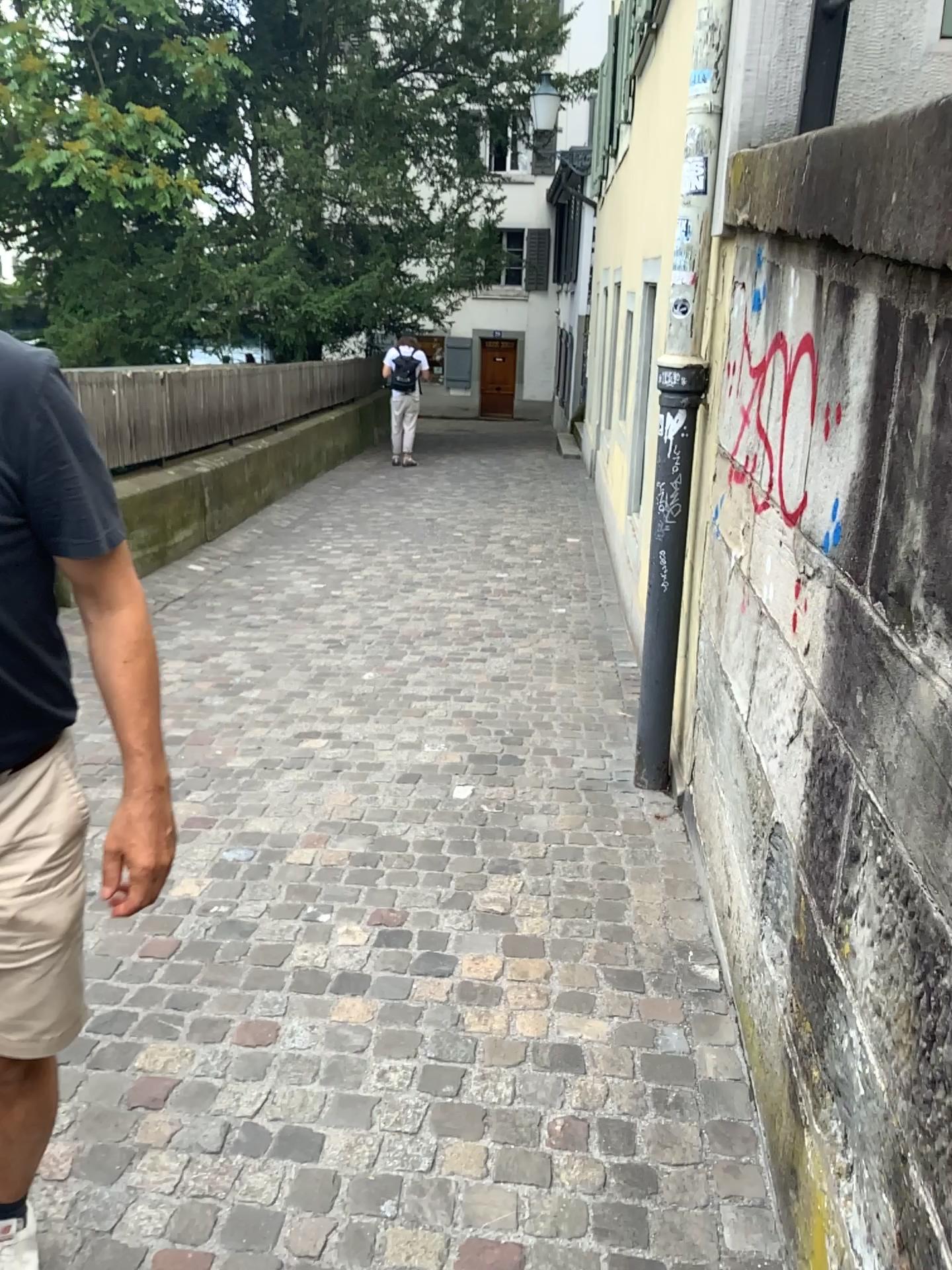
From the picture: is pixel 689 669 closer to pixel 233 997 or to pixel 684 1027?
pixel 684 1027

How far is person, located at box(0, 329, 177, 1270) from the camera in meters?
1.2 m

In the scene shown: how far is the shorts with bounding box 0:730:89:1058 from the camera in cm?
129

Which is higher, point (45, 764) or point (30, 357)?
point (30, 357)

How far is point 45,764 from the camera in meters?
1.3

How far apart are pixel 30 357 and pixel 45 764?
0.5m
